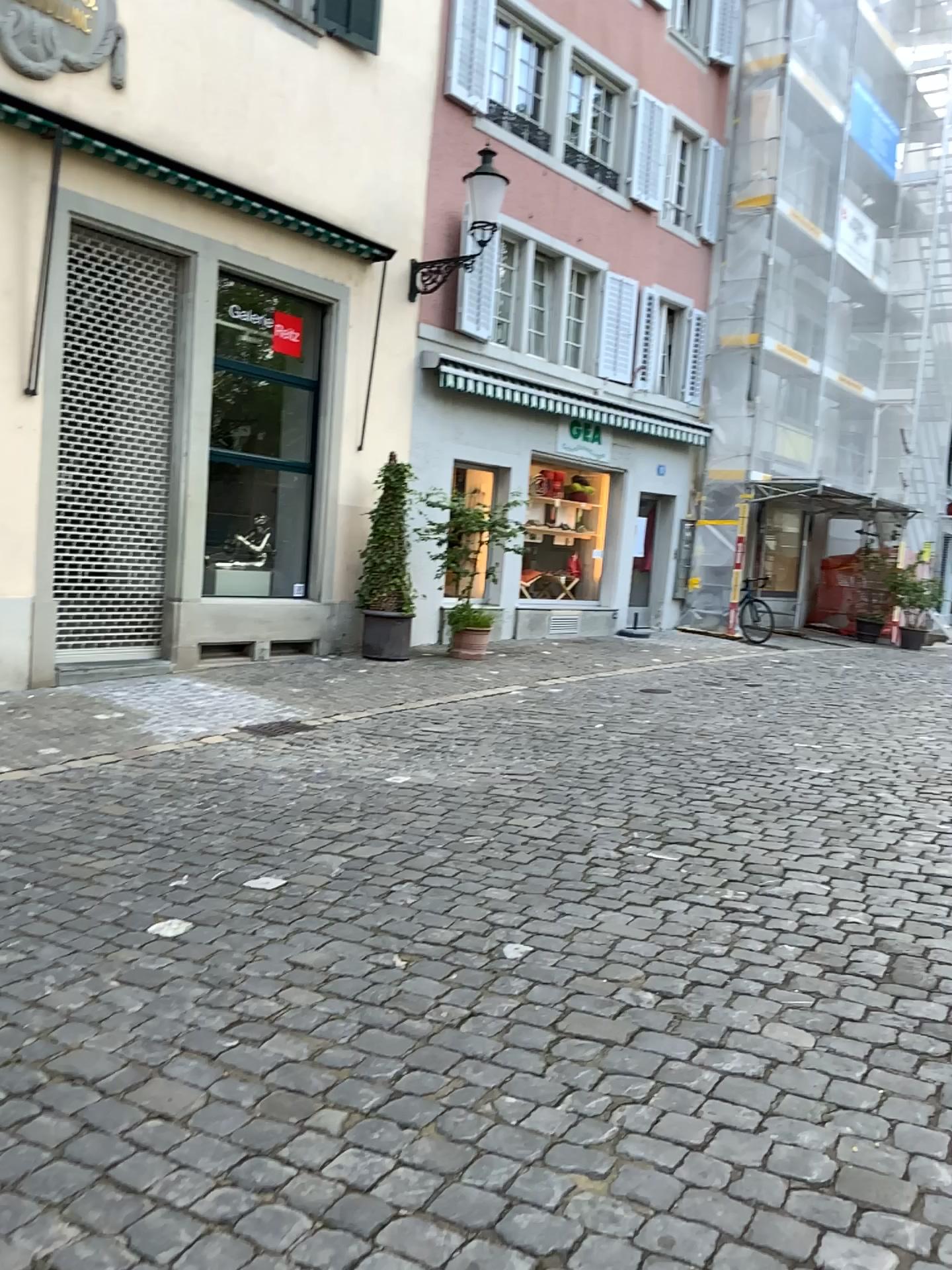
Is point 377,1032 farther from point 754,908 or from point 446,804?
point 446,804
